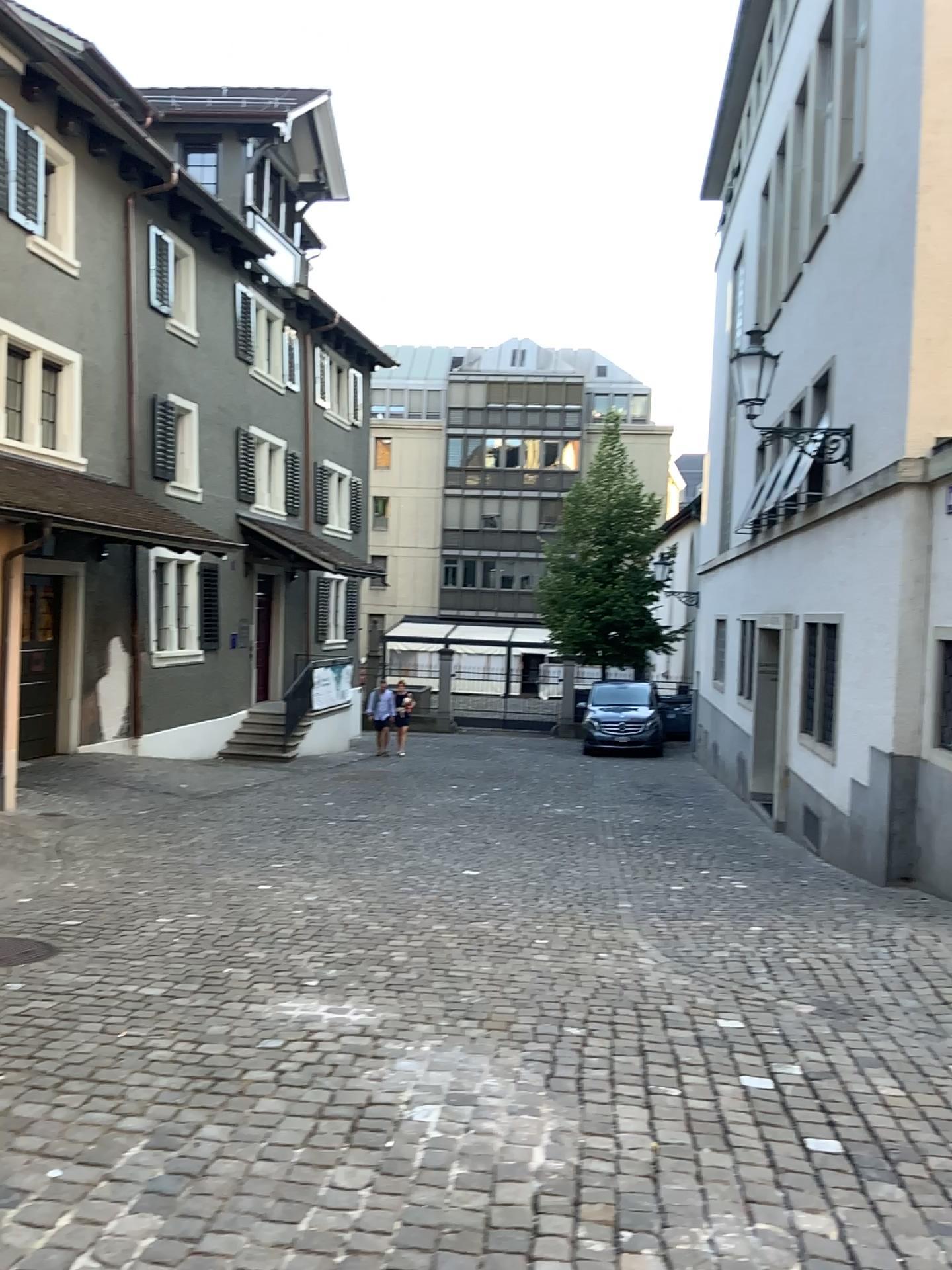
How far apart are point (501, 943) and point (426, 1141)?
2.30m
